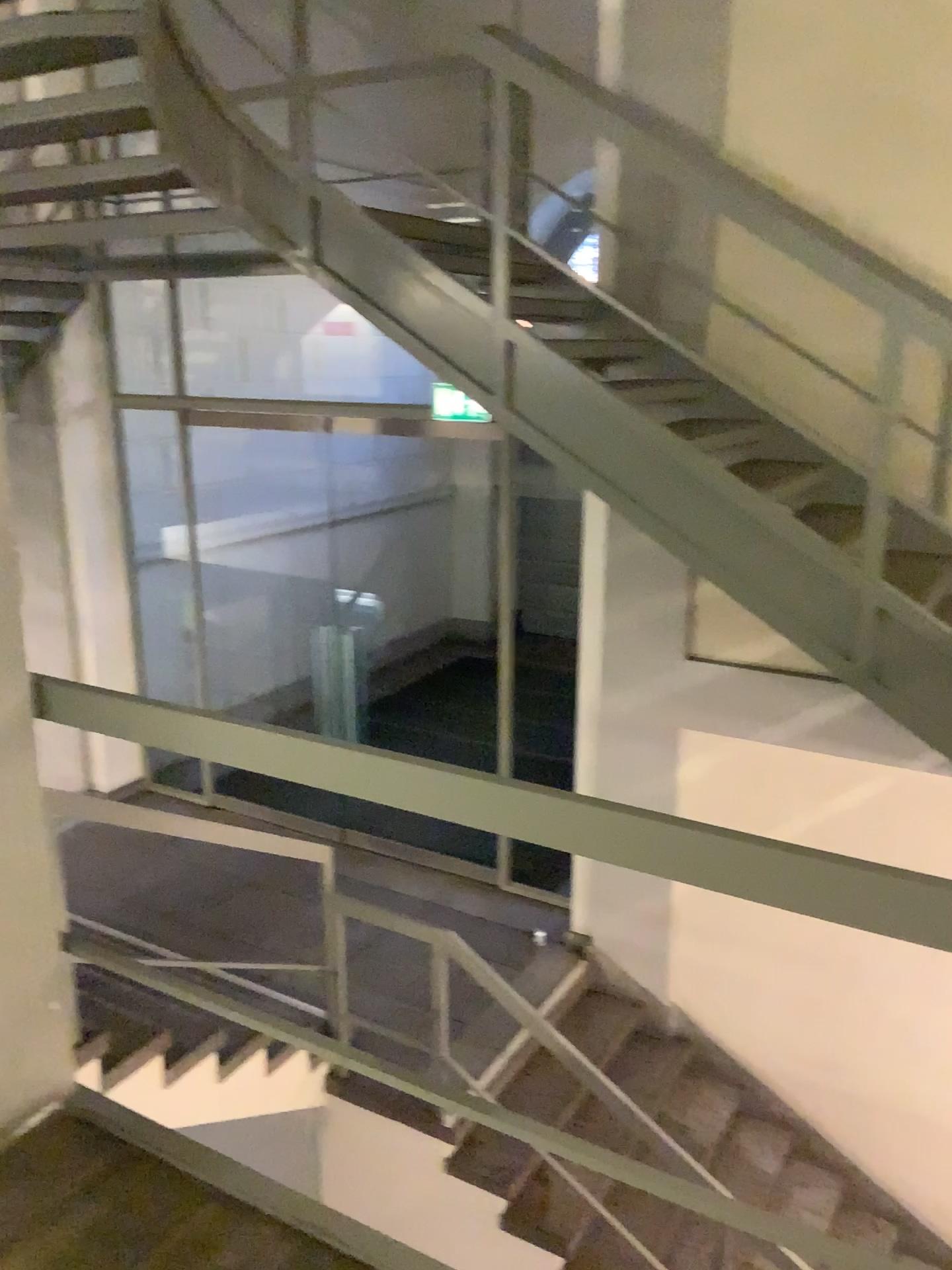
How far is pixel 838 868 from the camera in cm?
129

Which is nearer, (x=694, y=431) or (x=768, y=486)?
(x=768, y=486)

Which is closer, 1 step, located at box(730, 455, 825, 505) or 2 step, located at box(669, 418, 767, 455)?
1 step, located at box(730, 455, 825, 505)
